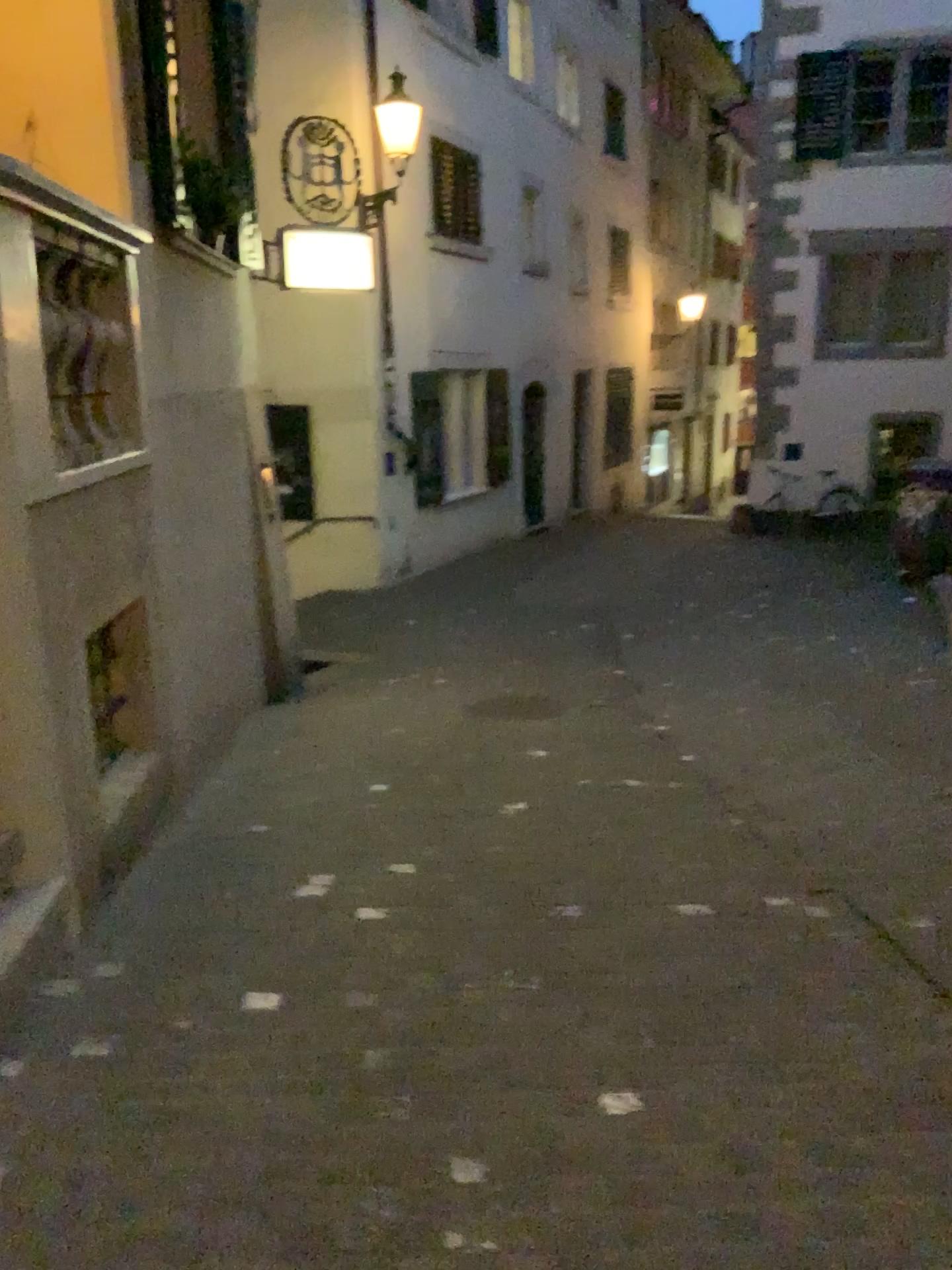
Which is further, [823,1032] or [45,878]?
[45,878]
